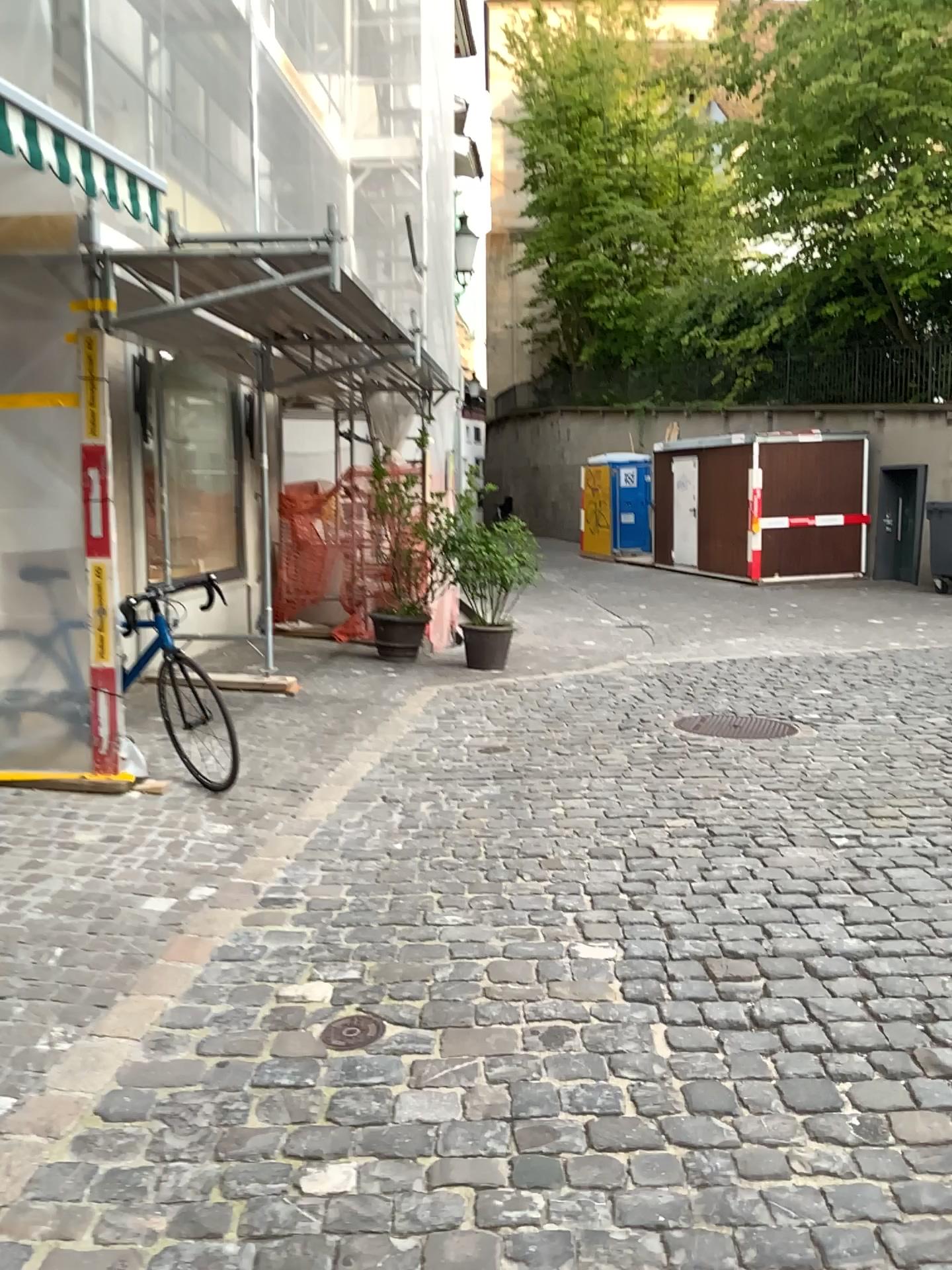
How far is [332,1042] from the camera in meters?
2.8

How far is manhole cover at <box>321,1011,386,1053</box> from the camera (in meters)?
2.77

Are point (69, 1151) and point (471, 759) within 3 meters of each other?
no
